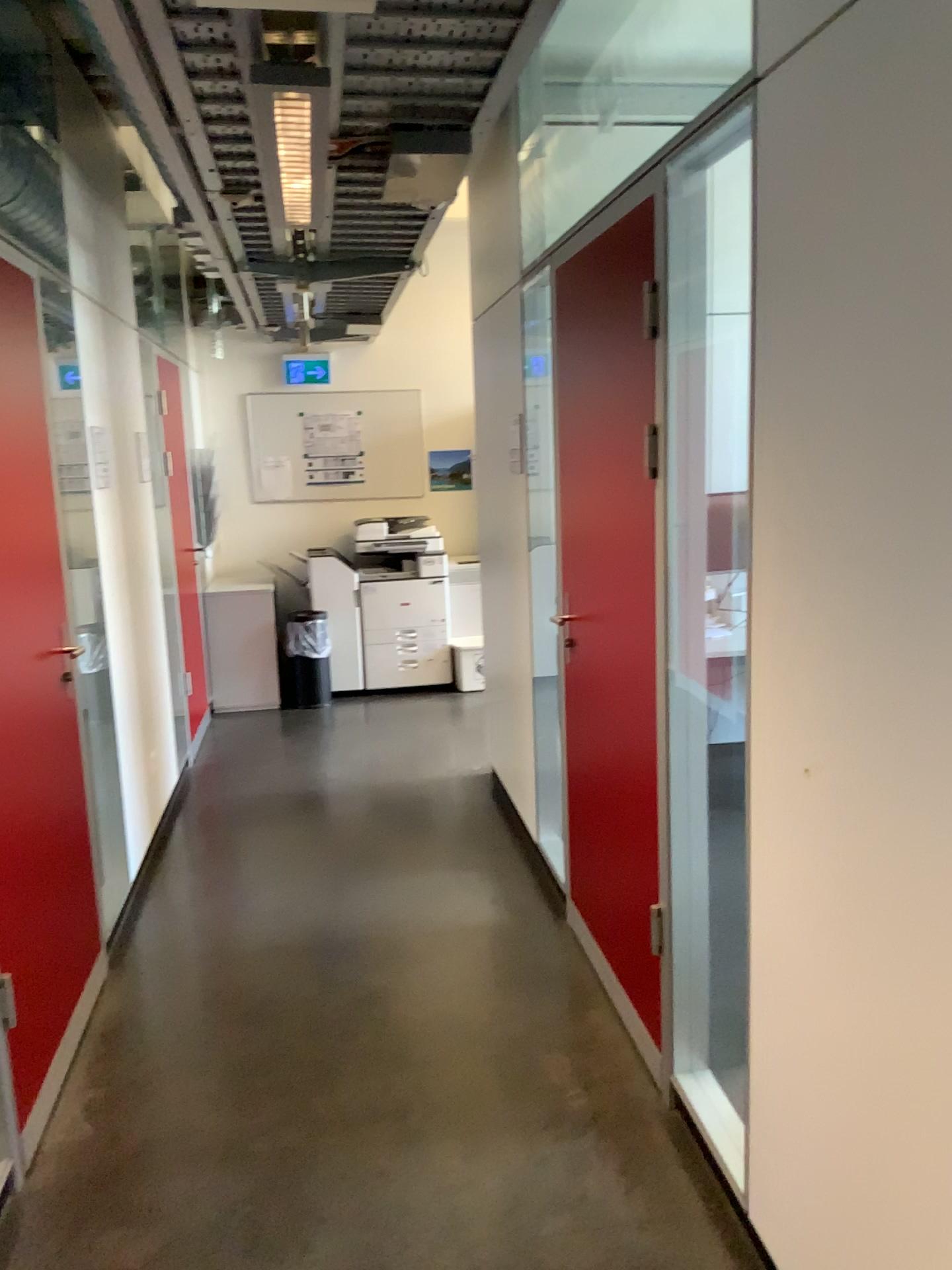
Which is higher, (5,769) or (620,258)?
(620,258)

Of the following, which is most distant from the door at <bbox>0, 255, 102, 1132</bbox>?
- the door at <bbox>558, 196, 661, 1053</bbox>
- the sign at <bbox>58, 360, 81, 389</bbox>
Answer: the door at <bbox>558, 196, 661, 1053</bbox>

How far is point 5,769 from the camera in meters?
2.4

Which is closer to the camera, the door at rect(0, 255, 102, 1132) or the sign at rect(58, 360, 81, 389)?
the door at rect(0, 255, 102, 1132)

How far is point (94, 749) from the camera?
3.3 meters

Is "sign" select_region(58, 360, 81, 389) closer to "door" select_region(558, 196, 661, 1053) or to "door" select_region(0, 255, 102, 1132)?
"door" select_region(0, 255, 102, 1132)

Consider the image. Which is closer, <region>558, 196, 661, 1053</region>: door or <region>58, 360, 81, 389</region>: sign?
<region>558, 196, 661, 1053</region>: door

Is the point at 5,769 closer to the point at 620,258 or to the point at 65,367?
the point at 65,367

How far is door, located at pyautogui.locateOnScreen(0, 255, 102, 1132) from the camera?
2.4m
